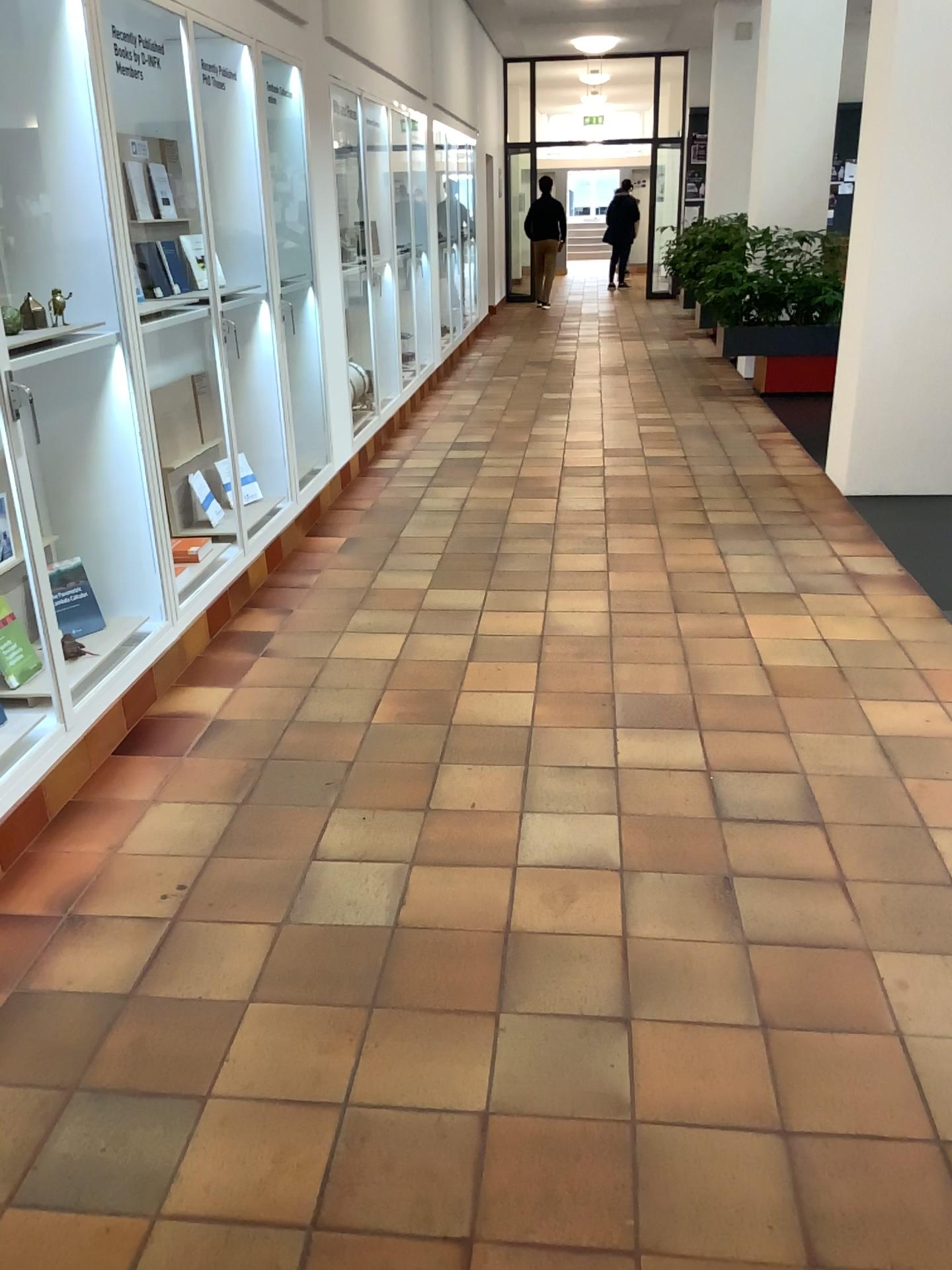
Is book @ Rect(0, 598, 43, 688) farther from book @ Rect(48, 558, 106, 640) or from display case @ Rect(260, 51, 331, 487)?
display case @ Rect(260, 51, 331, 487)

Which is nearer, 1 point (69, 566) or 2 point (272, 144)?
1 point (69, 566)

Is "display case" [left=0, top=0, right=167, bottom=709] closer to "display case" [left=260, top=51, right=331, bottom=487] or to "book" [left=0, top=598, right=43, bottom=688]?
"book" [left=0, top=598, right=43, bottom=688]

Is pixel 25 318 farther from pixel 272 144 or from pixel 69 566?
pixel 272 144

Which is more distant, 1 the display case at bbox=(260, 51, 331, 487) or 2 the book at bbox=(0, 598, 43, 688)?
1 the display case at bbox=(260, 51, 331, 487)

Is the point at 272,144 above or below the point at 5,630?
above

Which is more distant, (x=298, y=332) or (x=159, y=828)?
(x=298, y=332)

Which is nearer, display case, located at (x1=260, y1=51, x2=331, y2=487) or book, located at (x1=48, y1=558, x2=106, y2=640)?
book, located at (x1=48, y1=558, x2=106, y2=640)

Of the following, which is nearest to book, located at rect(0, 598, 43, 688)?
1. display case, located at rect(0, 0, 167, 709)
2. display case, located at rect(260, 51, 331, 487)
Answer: display case, located at rect(0, 0, 167, 709)

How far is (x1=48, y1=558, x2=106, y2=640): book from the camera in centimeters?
304cm
